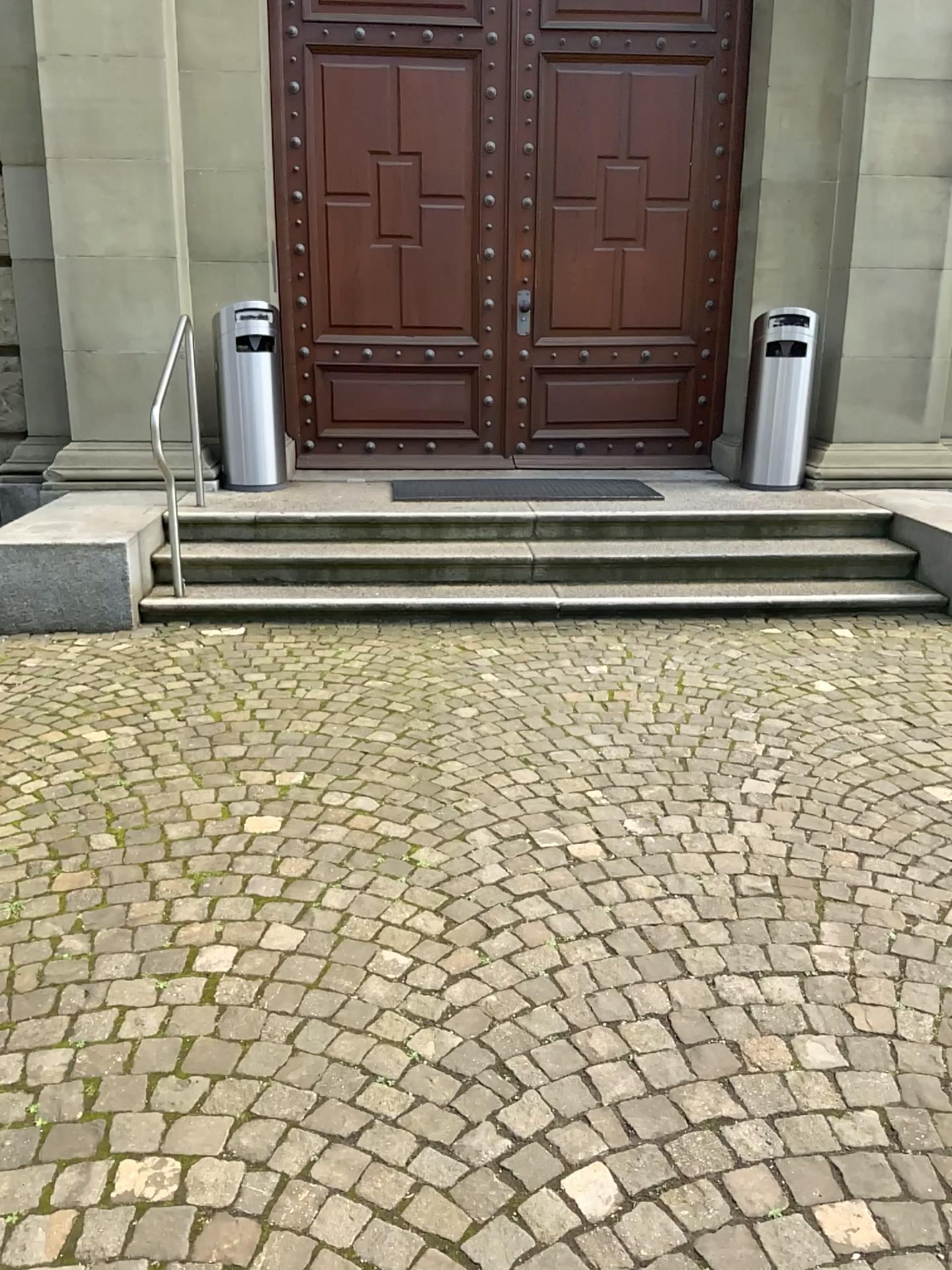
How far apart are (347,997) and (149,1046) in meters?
0.4
